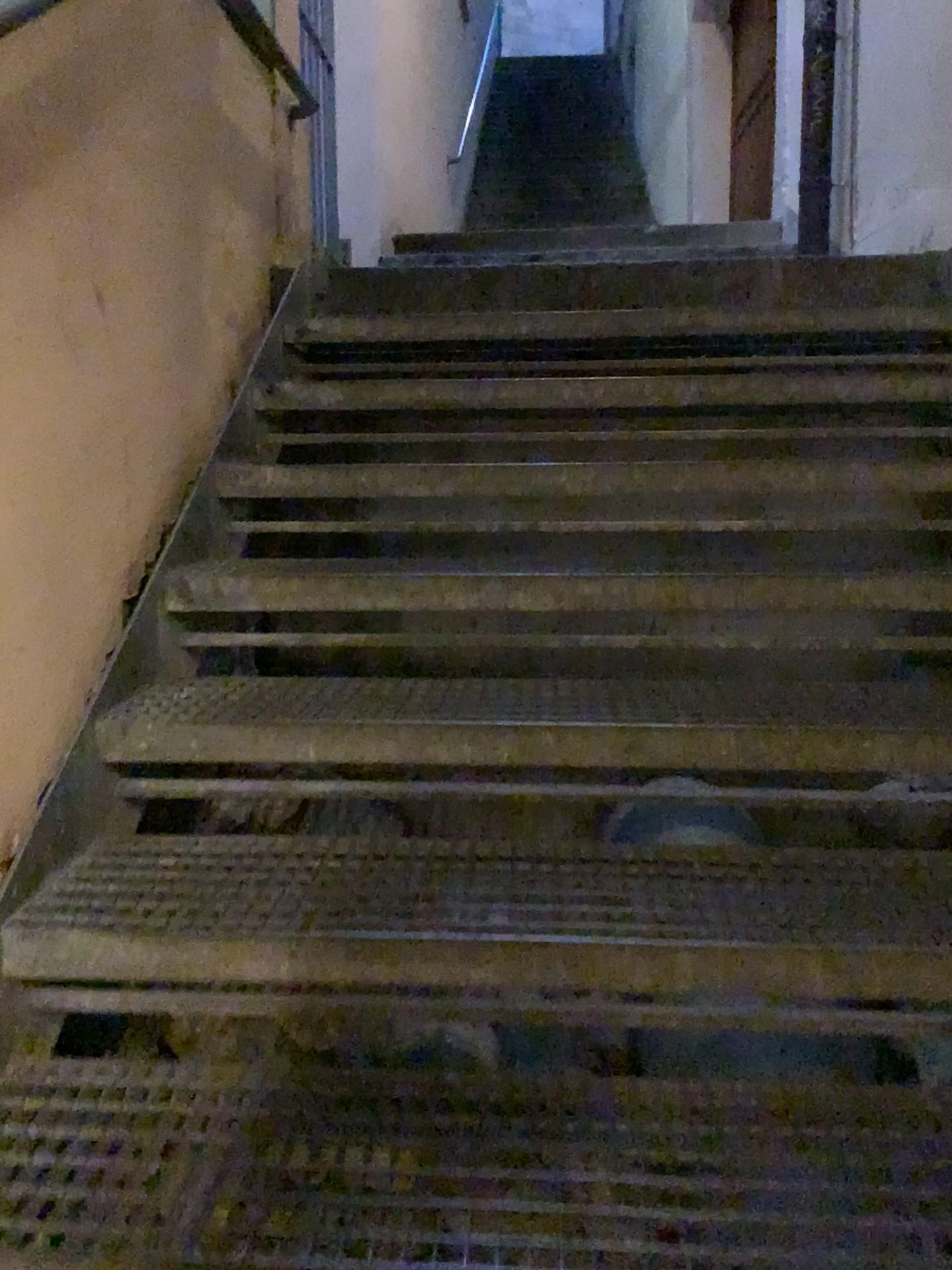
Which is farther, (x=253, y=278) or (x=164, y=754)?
(x=253, y=278)
